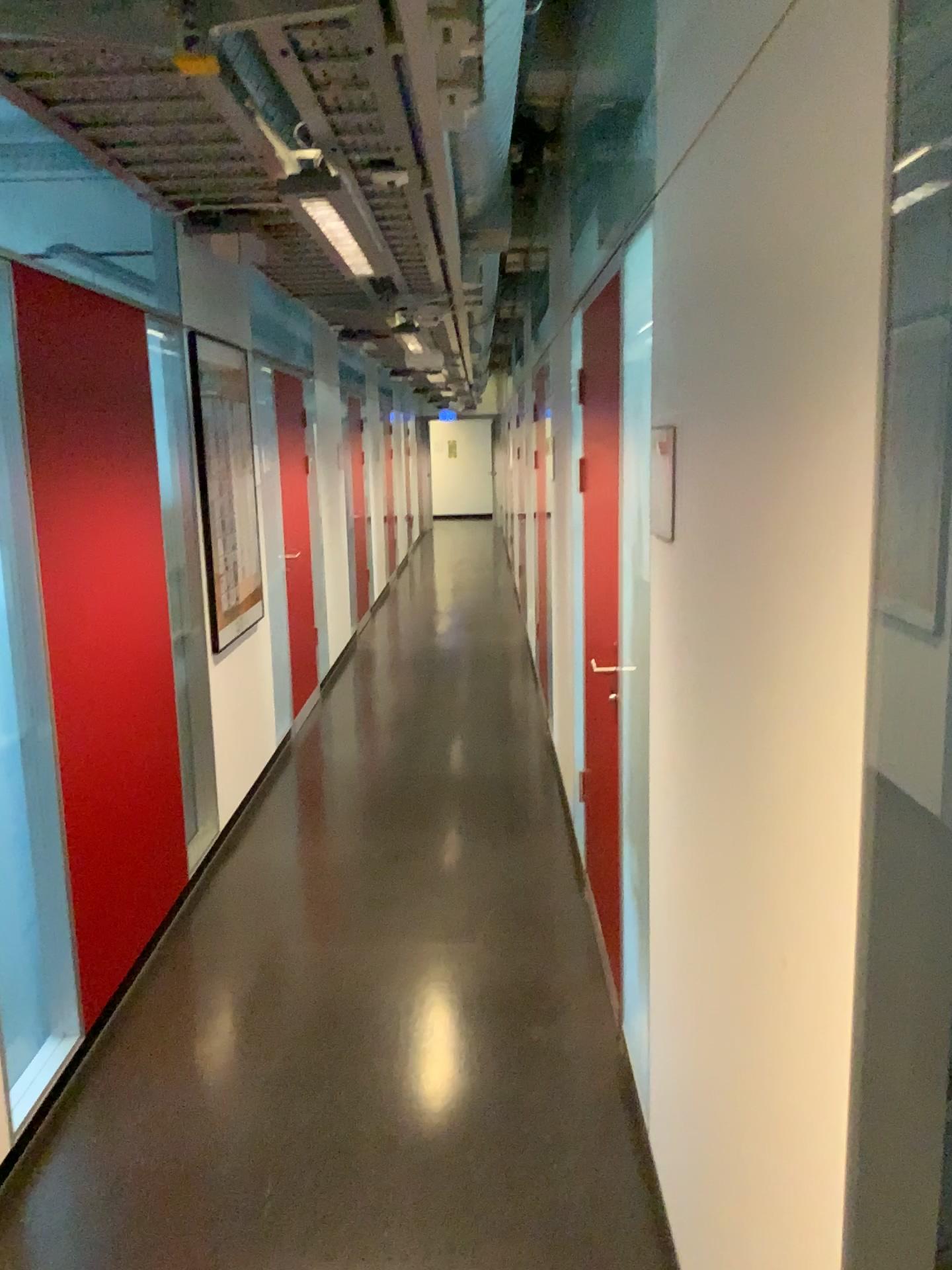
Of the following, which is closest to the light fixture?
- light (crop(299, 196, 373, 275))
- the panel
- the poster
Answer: light (crop(299, 196, 373, 275))

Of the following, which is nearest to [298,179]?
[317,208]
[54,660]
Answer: [317,208]

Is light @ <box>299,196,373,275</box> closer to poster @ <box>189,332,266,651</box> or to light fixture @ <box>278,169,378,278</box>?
light fixture @ <box>278,169,378,278</box>

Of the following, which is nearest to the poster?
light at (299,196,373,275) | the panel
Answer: the panel

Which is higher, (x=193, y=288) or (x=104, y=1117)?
(x=193, y=288)

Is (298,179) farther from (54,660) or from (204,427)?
(204,427)

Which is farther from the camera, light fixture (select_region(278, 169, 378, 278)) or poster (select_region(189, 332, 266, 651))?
poster (select_region(189, 332, 266, 651))

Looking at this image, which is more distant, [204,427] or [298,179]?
[204,427]

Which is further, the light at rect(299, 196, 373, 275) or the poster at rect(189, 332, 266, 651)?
the poster at rect(189, 332, 266, 651)

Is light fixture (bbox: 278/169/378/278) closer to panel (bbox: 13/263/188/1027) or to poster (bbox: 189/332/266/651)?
panel (bbox: 13/263/188/1027)
